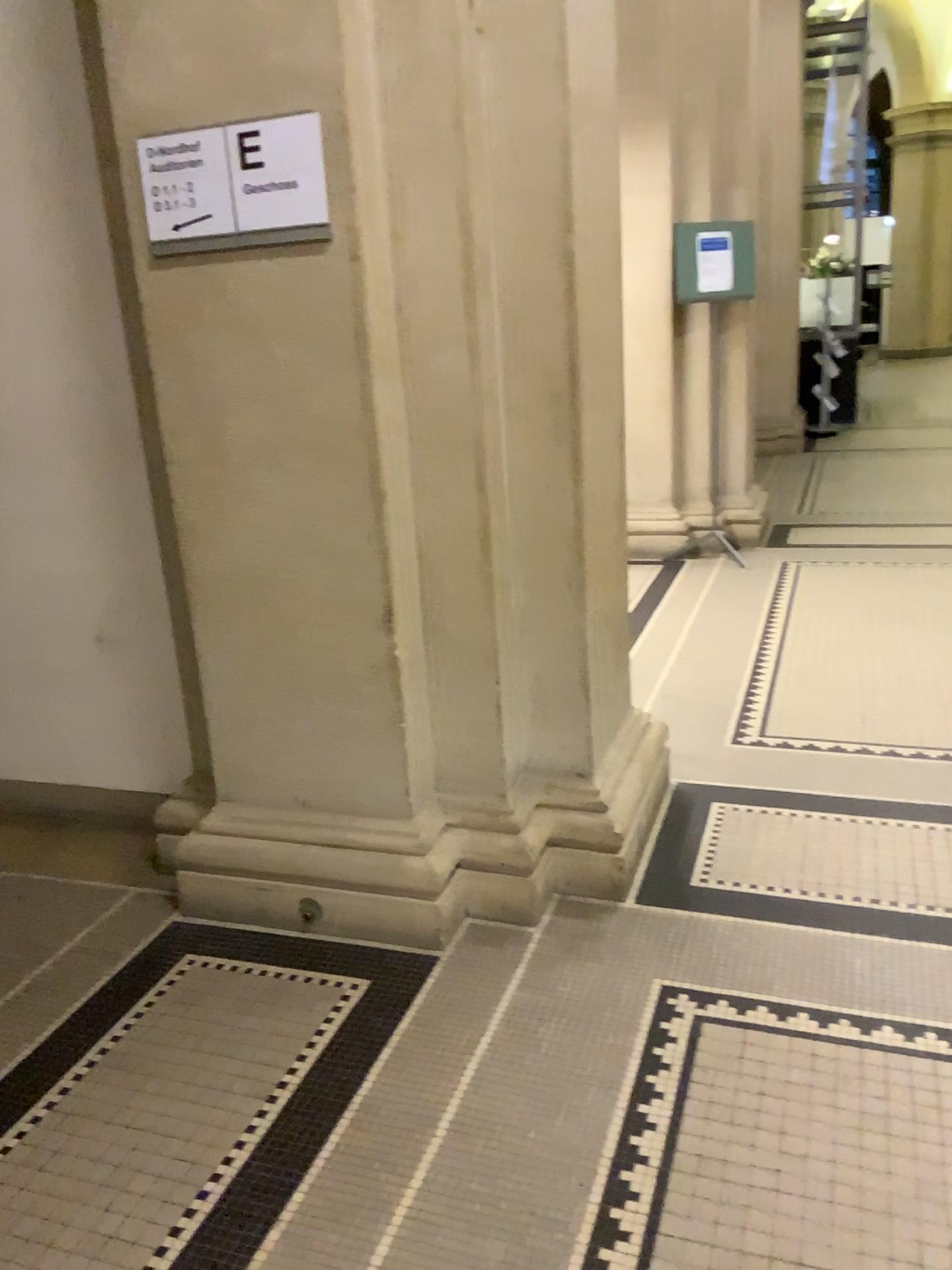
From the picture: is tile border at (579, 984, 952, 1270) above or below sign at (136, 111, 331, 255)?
below

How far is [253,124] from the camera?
2.1m

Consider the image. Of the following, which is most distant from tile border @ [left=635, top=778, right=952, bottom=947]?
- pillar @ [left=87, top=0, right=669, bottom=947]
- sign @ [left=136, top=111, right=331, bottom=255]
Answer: sign @ [left=136, top=111, right=331, bottom=255]

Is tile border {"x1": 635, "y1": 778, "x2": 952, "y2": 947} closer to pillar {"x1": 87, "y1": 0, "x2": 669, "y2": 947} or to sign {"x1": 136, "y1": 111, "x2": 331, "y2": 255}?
pillar {"x1": 87, "y1": 0, "x2": 669, "y2": 947}

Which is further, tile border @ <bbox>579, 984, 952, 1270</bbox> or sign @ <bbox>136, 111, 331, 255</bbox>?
sign @ <bbox>136, 111, 331, 255</bbox>

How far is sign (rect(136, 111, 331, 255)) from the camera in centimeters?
212cm

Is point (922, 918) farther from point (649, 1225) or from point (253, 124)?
point (253, 124)

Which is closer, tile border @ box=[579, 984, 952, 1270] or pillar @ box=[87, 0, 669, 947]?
tile border @ box=[579, 984, 952, 1270]

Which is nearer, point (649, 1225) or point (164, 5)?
point (649, 1225)

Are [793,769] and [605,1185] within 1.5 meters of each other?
no
